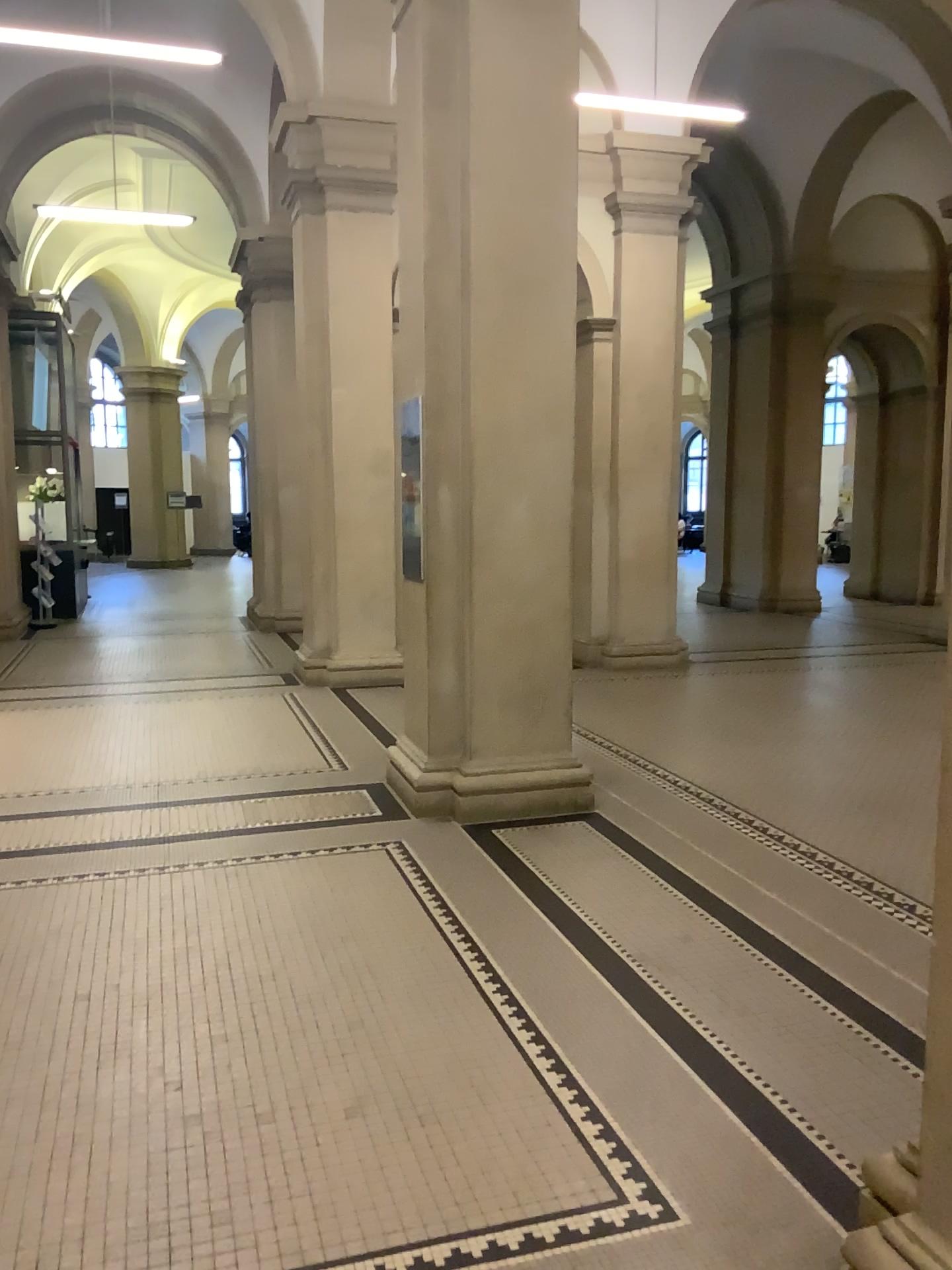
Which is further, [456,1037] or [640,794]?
[640,794]
